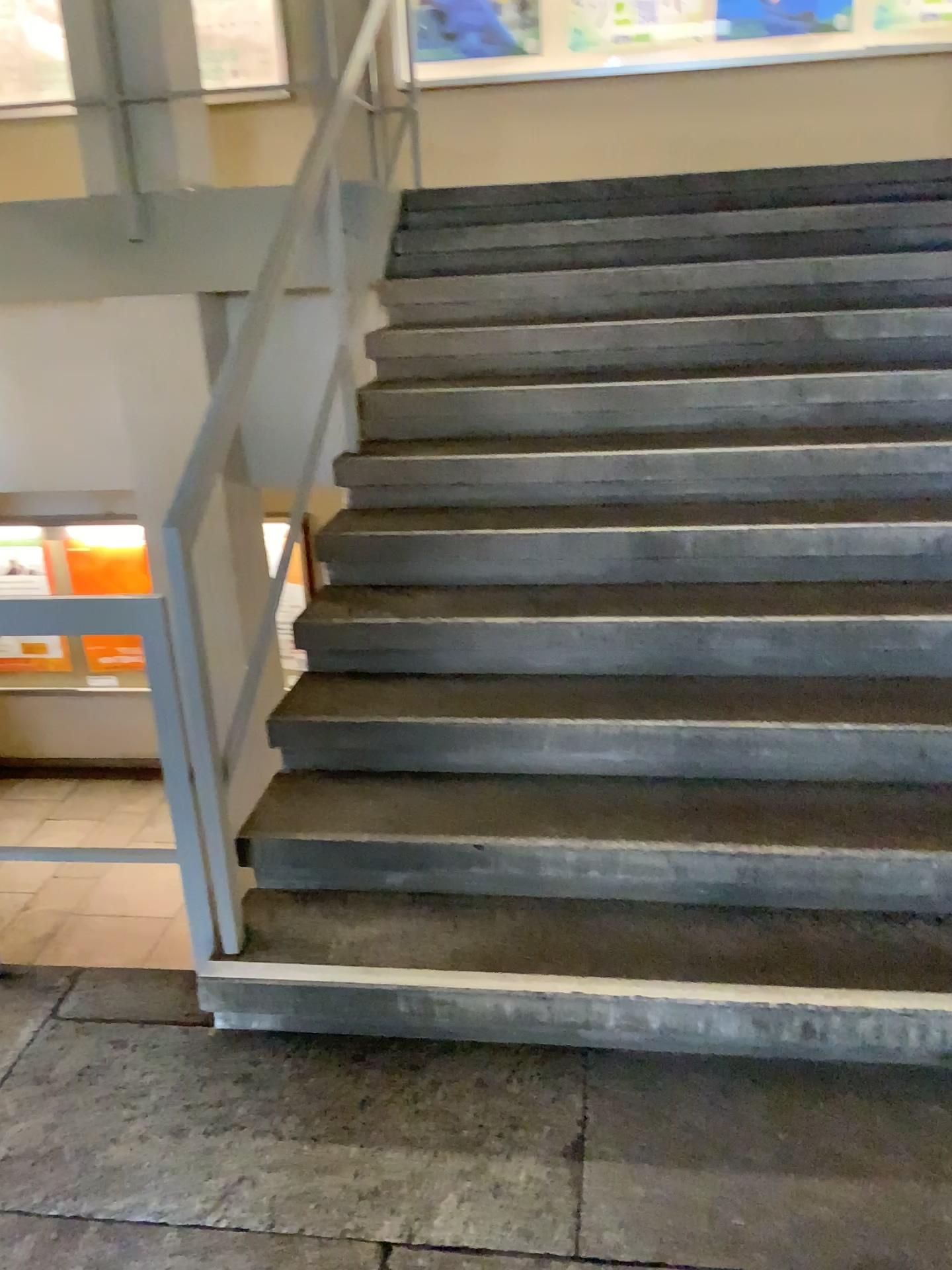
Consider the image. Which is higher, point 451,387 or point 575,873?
point 451,387
